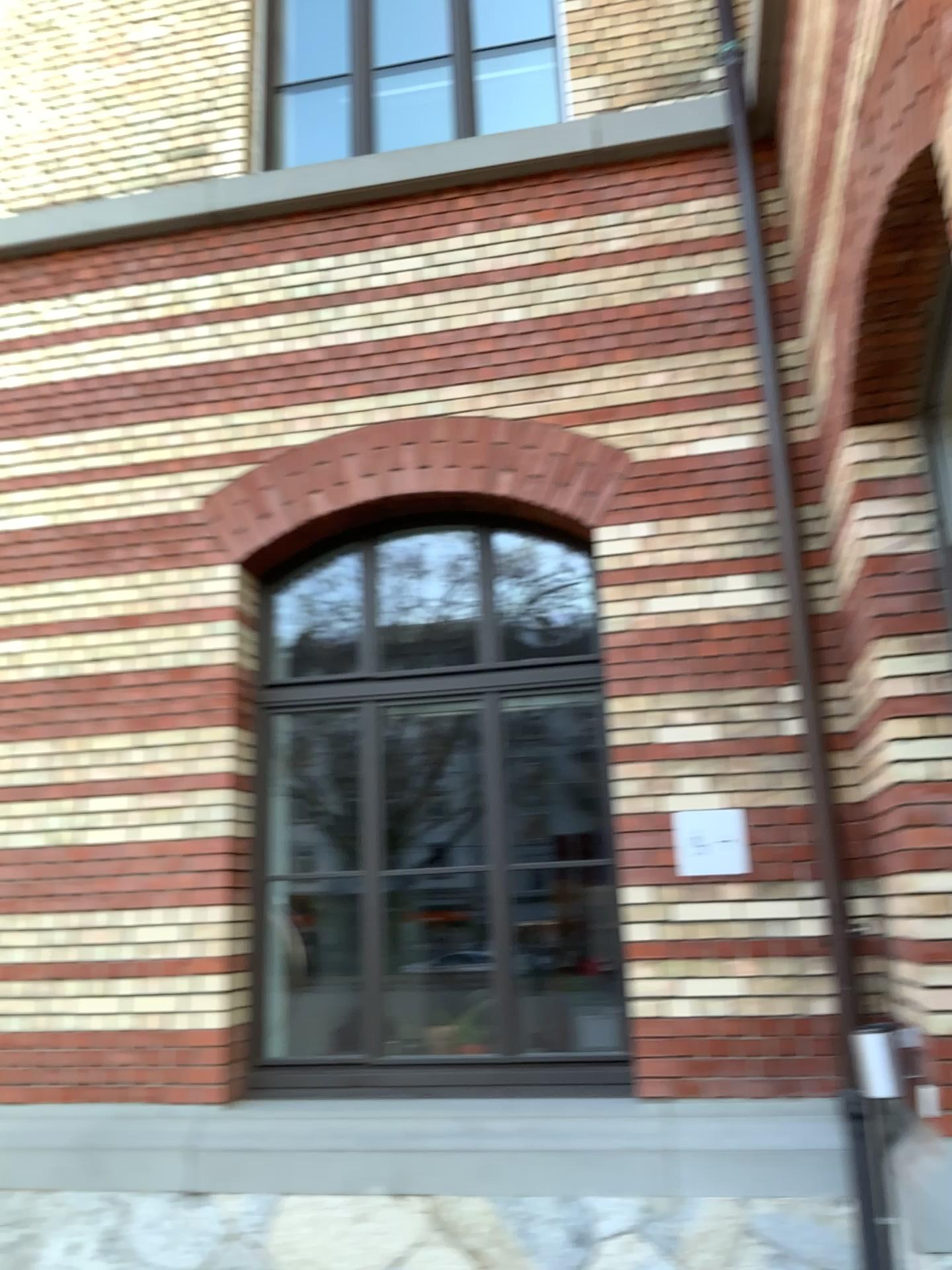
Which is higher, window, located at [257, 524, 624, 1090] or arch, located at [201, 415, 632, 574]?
arch, located at [201, 415, 632, 574]

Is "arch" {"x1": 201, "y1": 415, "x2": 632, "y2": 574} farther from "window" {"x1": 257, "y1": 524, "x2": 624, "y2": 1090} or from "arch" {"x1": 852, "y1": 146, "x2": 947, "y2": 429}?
"arch" {"x1": 852, "y1": 146, "x2": 947, "y2": 429}

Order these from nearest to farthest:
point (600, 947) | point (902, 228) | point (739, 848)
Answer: point (902, 228), point (739, 848), point (600, 947)

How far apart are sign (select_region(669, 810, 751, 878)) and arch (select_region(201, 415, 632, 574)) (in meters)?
1.35

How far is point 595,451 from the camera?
4.8 meters

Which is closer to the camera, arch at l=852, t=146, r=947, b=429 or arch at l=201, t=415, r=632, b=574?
arch at l=852, t=146, r=947, b=429

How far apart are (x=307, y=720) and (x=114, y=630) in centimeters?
98cm

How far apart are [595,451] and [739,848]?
1.8m

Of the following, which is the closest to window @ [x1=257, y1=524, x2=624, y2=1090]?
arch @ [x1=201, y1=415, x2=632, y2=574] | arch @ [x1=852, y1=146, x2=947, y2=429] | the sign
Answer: arch @ [x1=201, y1=415, x2=632, y2=574]

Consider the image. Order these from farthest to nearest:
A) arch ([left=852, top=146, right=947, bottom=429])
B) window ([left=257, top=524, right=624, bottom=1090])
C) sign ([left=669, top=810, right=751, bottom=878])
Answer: window ([left=257, top=524, right=624, bottom=1090]) < sign ([left=669, top=810, right=751, bottom=878]) < arch ([left=852, top=146, right=947, bottom=429])
